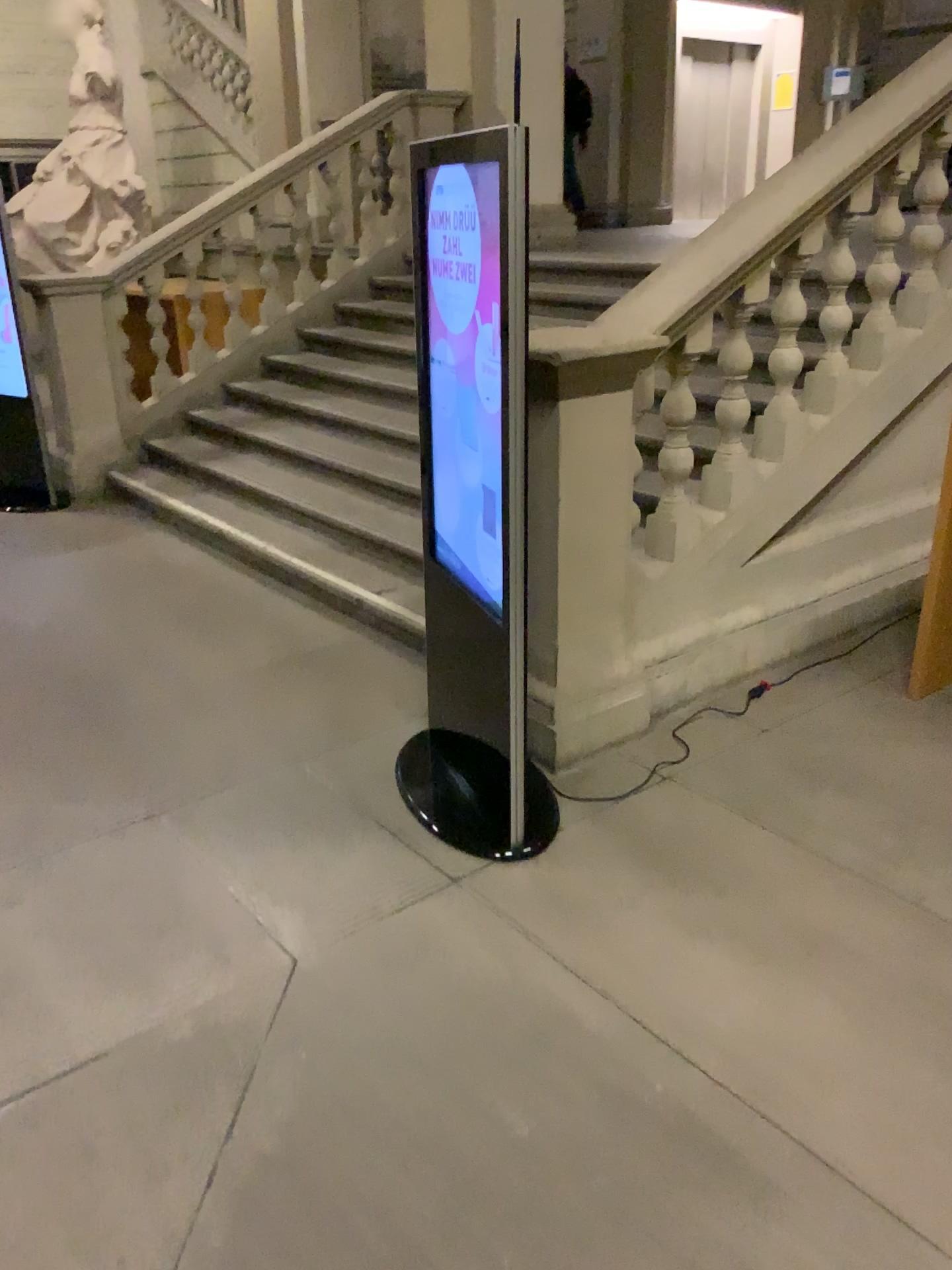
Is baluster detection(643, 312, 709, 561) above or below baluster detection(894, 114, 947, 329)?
below

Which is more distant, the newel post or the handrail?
the handrail

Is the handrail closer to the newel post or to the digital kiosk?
the newel post

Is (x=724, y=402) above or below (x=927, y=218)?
below

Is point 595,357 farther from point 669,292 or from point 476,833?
point 476,833

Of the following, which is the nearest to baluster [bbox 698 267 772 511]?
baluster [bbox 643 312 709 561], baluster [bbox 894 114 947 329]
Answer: baluster [bbox 643 312 709 561]

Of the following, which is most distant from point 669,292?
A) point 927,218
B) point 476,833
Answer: point 476,833

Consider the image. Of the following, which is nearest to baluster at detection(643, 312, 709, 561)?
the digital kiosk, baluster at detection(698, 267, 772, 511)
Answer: baluster at detection(698, 267, 772, 511)

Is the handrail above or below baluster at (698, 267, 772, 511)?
above

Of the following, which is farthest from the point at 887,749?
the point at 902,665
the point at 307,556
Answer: the point at 307,556
